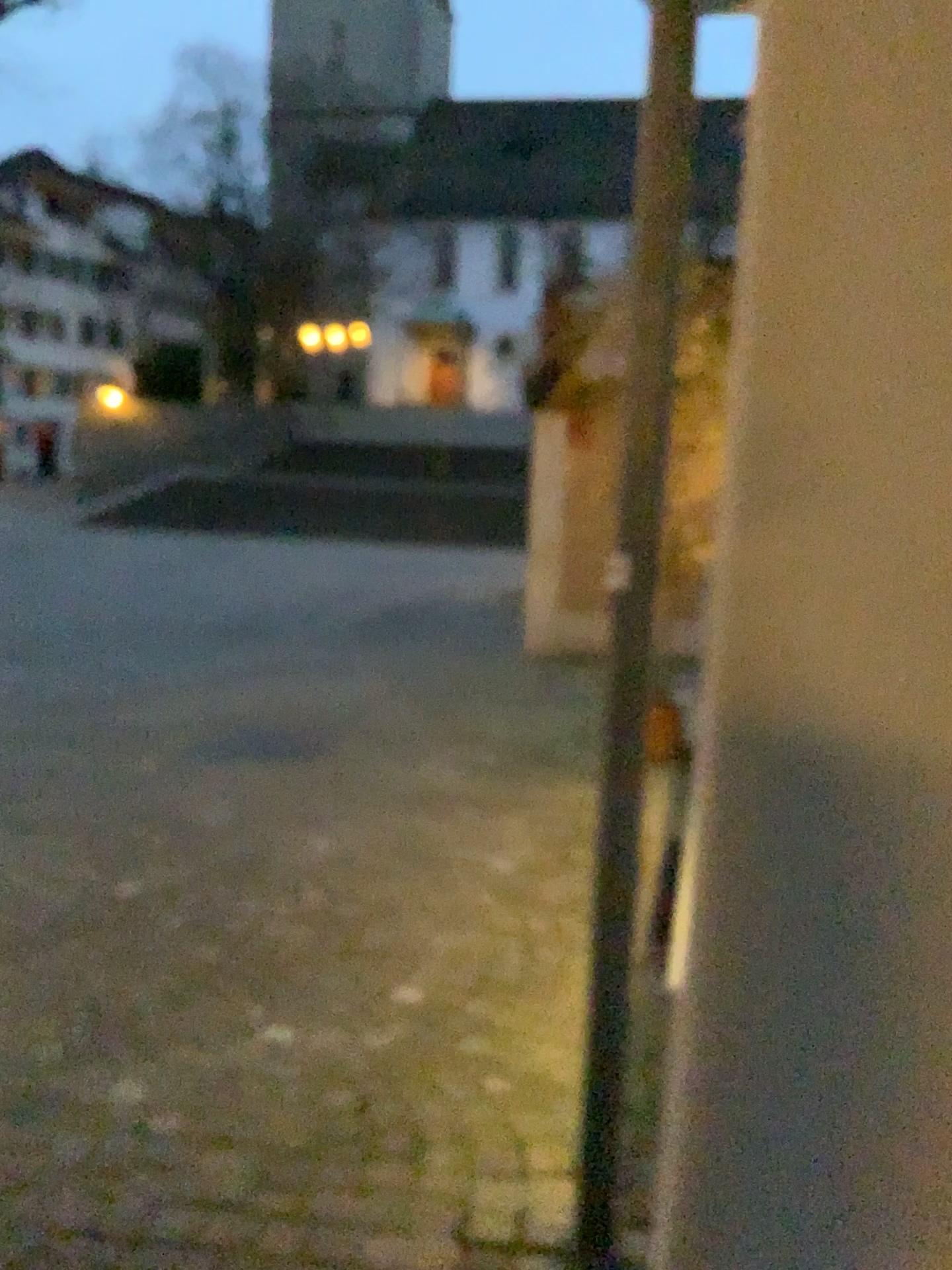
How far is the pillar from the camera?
0.6m

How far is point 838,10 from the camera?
0.6 meters

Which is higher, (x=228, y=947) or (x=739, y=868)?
(x=739, y=868)
